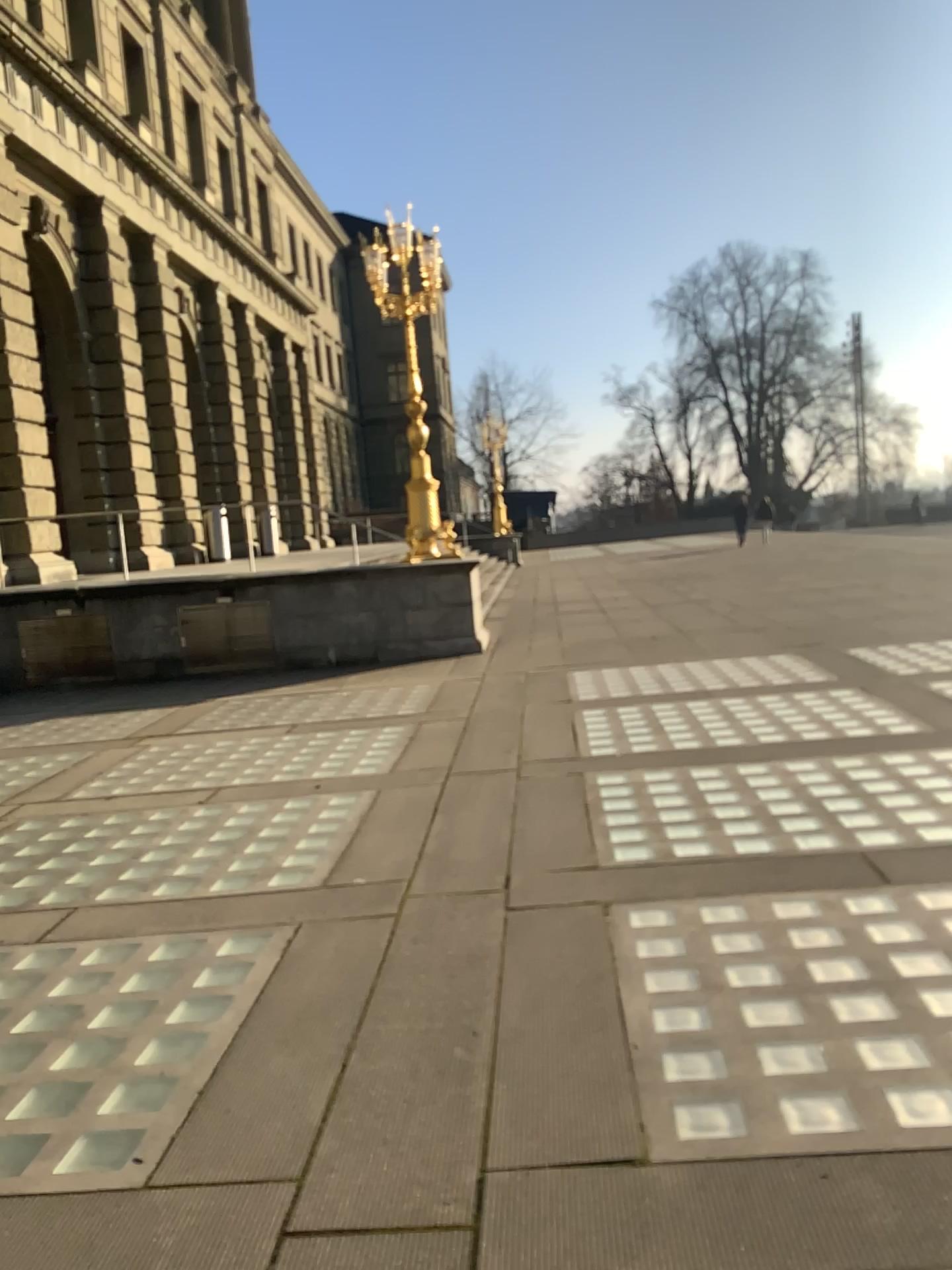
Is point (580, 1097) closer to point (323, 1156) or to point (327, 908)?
point (323, 1156)
